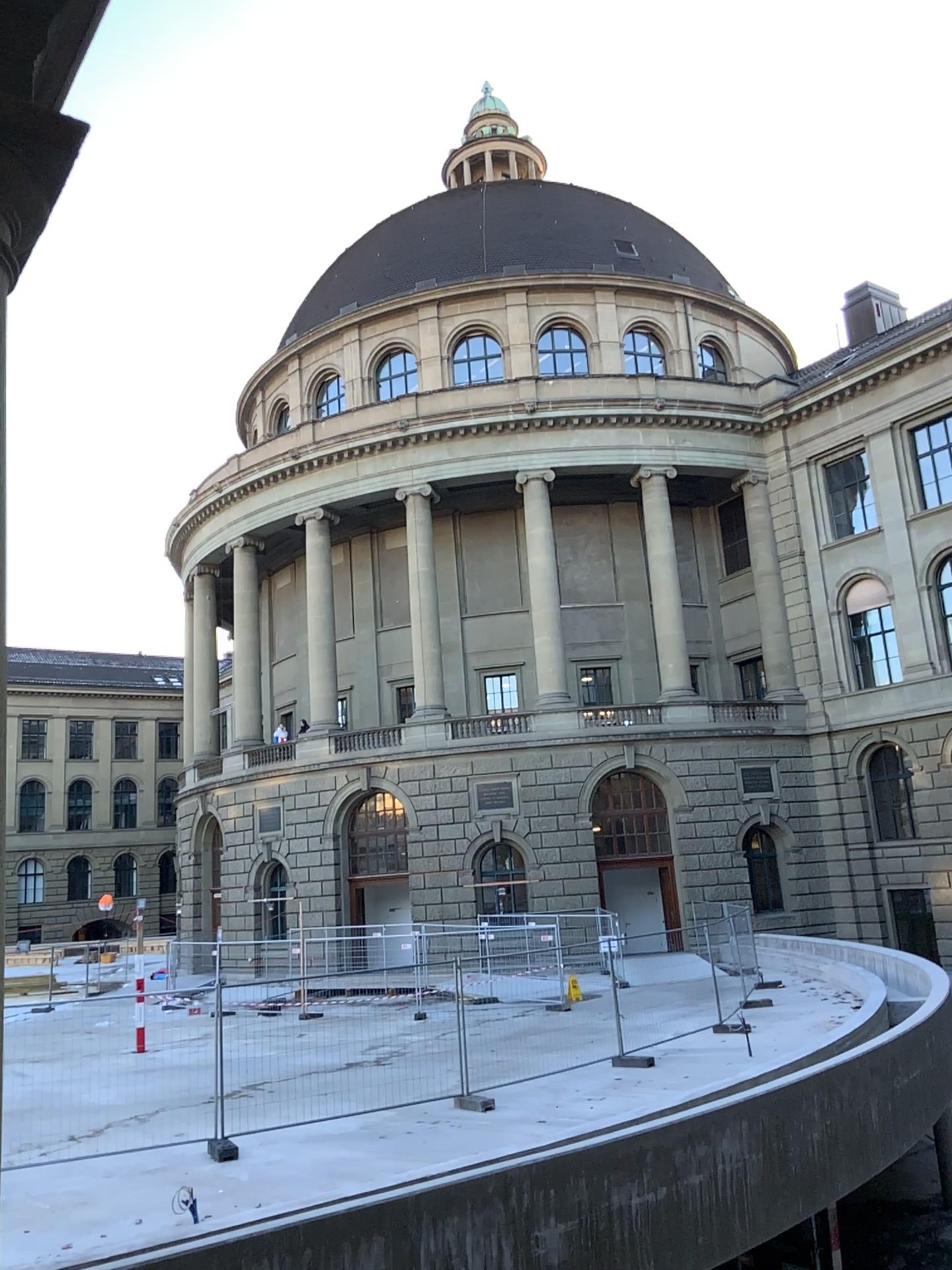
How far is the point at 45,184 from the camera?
2.0 meters
